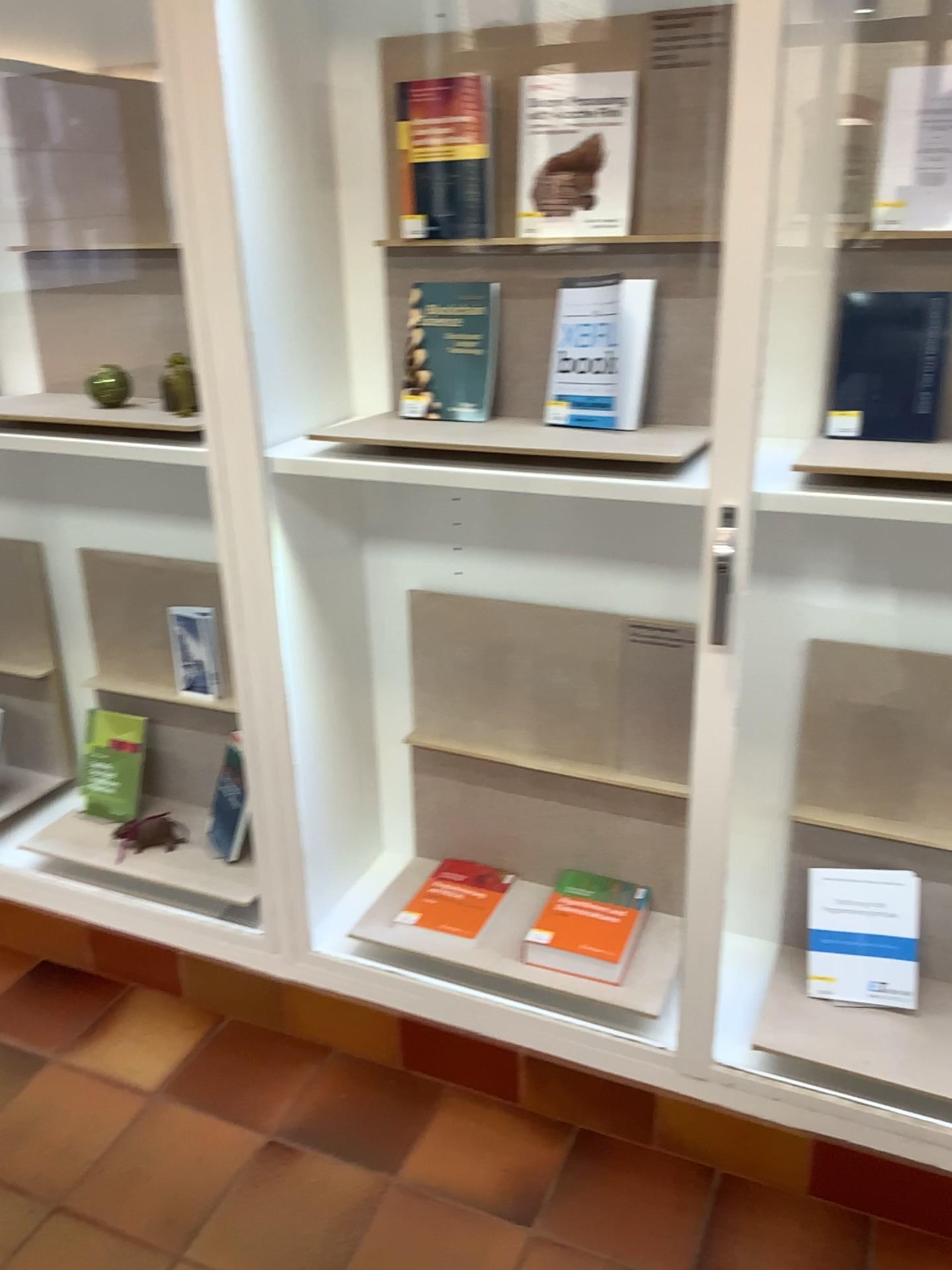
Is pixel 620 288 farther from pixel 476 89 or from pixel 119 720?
pixel 119 720

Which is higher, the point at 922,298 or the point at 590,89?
the point at 590,89

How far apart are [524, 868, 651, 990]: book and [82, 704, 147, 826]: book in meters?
1.0 m

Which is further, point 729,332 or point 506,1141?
point 506,1141

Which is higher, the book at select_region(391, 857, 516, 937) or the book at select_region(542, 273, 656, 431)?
the book at select_region(542, 273, 656, 431)

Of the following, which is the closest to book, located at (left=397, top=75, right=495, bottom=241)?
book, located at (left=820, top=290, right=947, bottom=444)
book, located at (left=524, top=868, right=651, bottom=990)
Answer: book, located at (left=820, top=290, right=947, bottom=444)

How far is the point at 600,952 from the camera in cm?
185

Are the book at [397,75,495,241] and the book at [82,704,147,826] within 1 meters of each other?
no

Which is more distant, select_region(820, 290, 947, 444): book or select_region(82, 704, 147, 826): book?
select_region(82, 704, 147, 826): book

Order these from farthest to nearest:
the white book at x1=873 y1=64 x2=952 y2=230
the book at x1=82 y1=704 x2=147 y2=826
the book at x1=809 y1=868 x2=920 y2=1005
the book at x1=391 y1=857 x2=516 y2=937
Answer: the book at x1=82 y1=704 x2=147 y2=826 → the book at x1=391 y1=857 x2=516 y2=937 → the book at x1=809 y1=868 x2=920 y2=1005 → the white book at x1=873 y1=64 x2=952 y2=230
